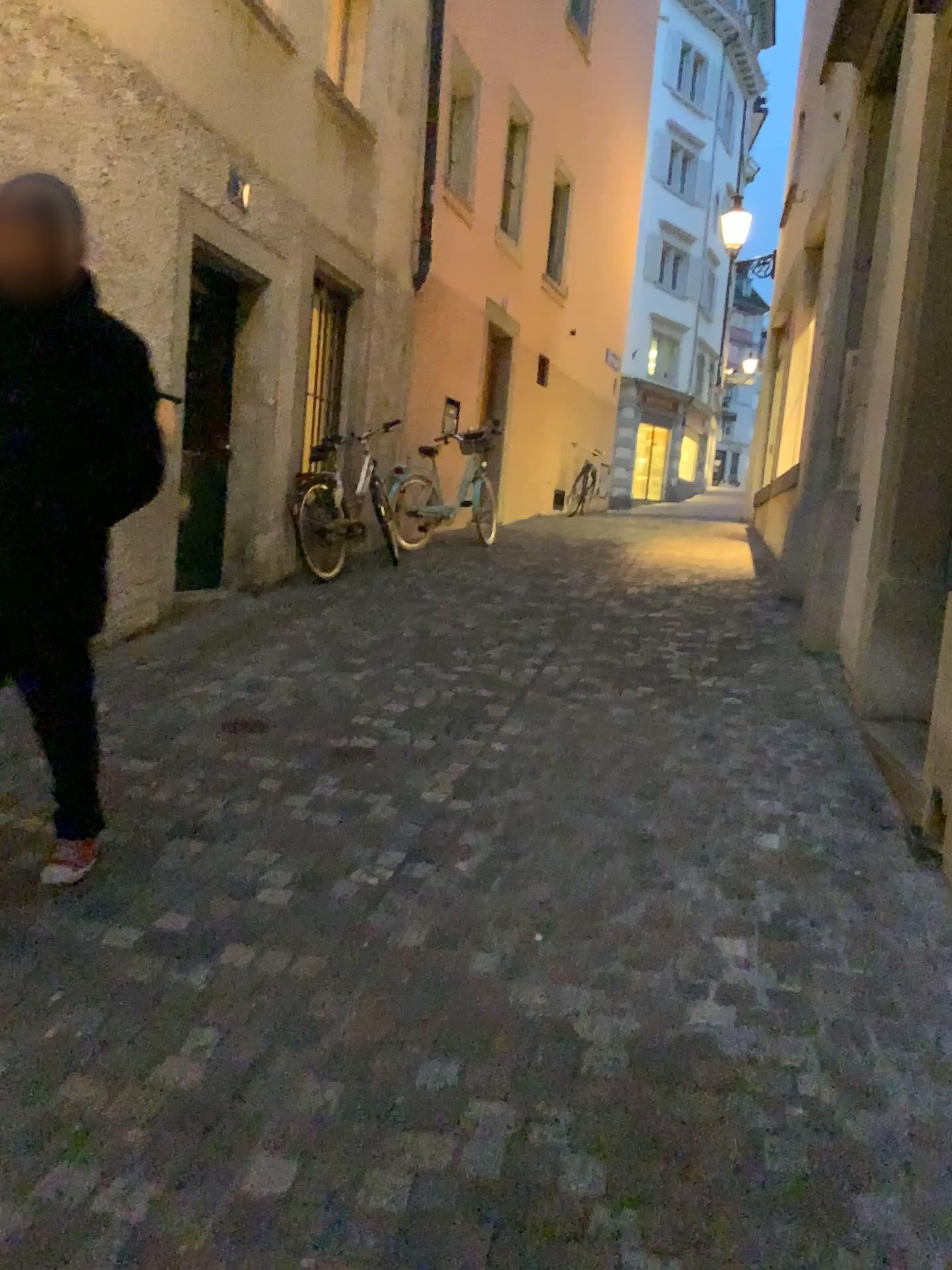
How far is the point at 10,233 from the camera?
2.26m

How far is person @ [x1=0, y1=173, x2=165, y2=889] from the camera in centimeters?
226cm

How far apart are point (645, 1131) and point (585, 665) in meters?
3.4 m
